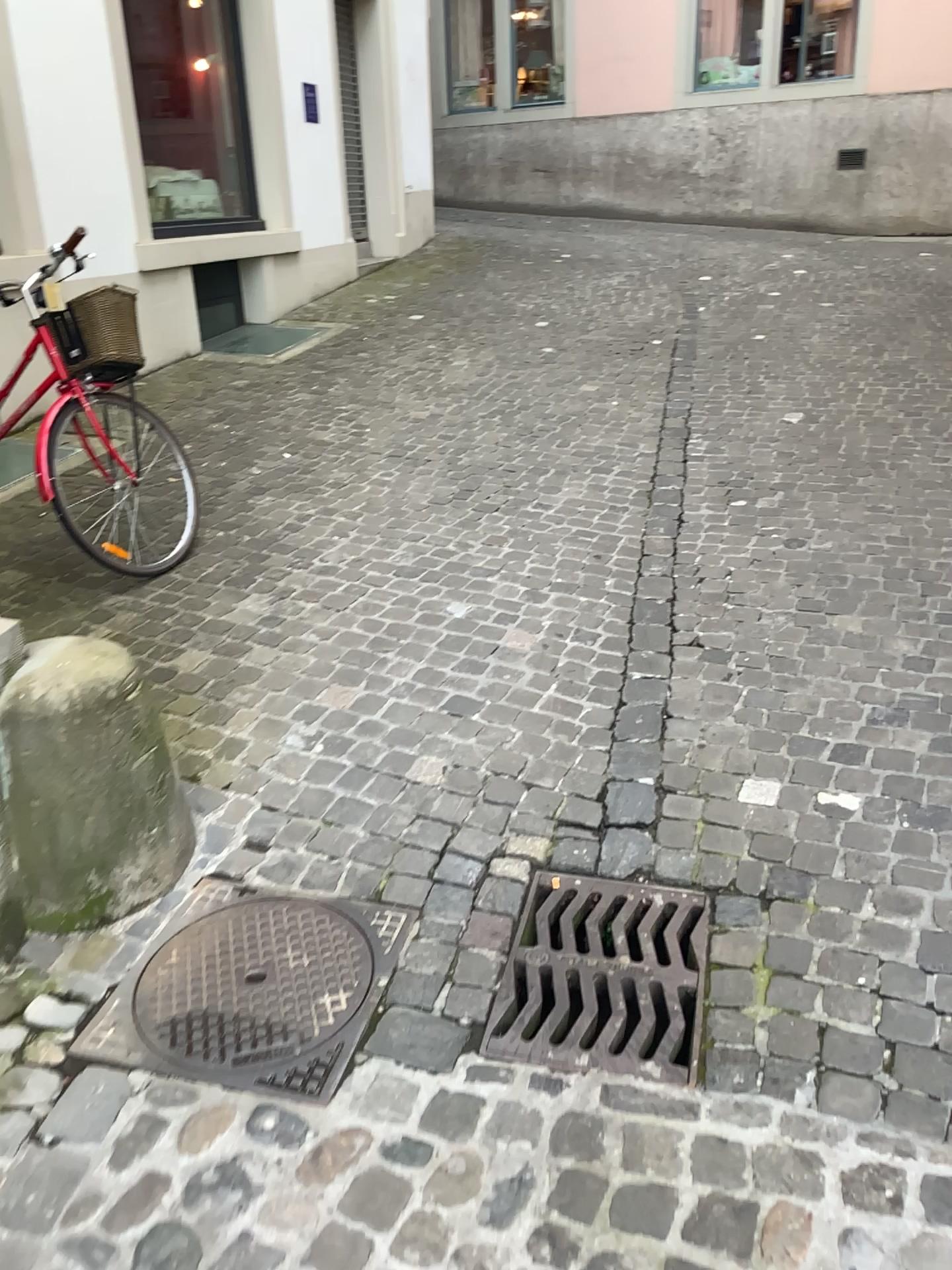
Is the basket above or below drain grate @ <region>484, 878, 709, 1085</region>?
above

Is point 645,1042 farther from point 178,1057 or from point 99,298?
point 99,298

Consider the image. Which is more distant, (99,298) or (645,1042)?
(99,298)

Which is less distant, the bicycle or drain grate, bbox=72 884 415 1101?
drain grate, bbox=72 884 415 1101

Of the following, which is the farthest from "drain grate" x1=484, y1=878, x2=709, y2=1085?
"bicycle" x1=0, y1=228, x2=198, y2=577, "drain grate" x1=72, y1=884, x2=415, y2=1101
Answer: "bicycle" x1=0, y1=228, x2=198, y2=577

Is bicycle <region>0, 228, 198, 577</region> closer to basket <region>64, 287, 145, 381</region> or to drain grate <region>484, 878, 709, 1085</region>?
basket <region>64, 287, 145, 381</region>

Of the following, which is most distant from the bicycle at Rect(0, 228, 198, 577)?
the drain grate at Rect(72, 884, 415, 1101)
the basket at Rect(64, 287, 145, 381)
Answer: the drain grate at Rect(72, 884, 415, 1101)

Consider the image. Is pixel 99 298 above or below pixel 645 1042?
above

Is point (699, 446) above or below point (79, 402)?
below

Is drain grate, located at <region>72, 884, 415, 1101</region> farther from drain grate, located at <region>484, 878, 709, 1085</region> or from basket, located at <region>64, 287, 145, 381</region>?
basket, located at <region>64, 287, 145, 381</region>
